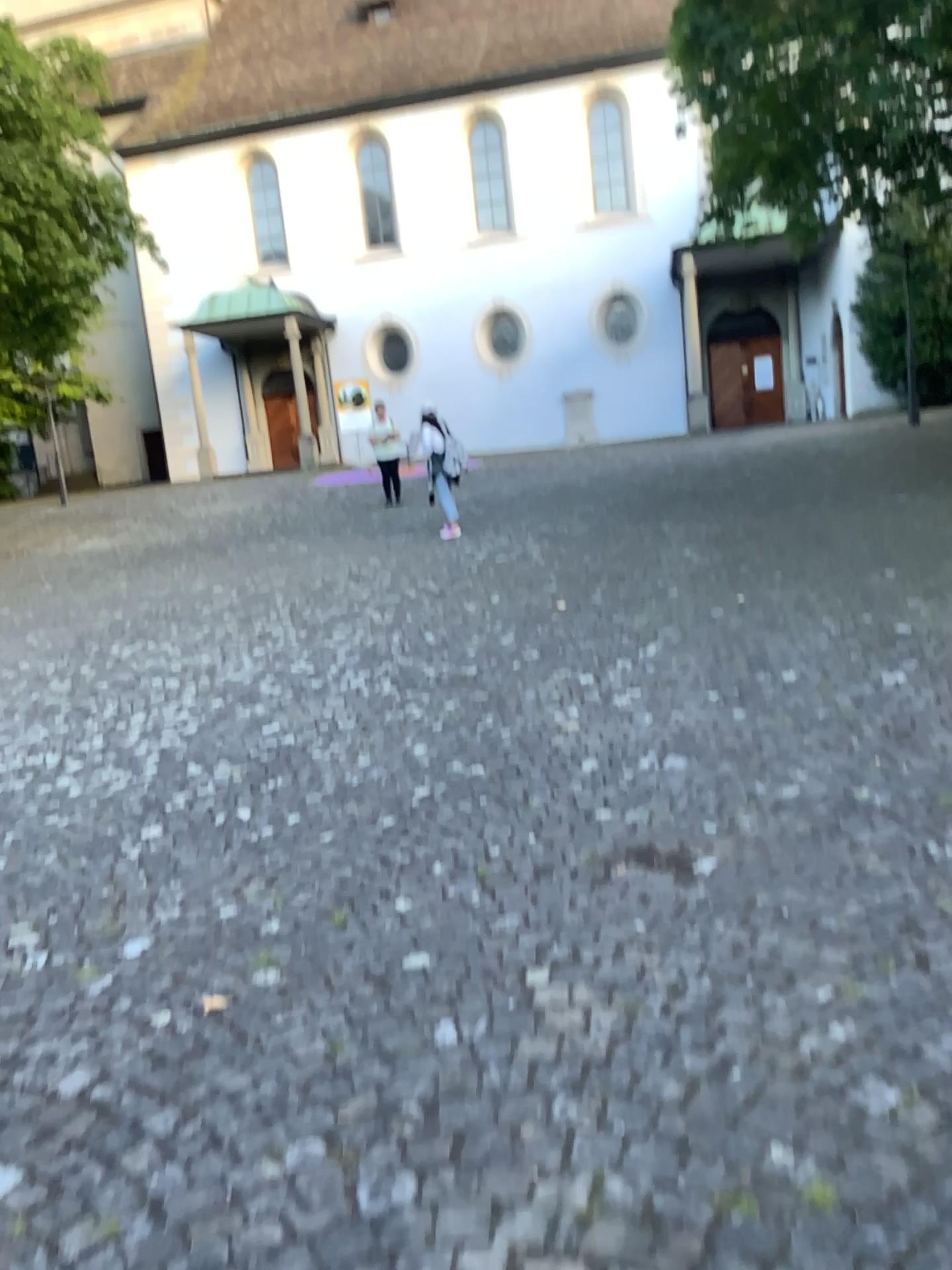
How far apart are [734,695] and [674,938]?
2.46m
